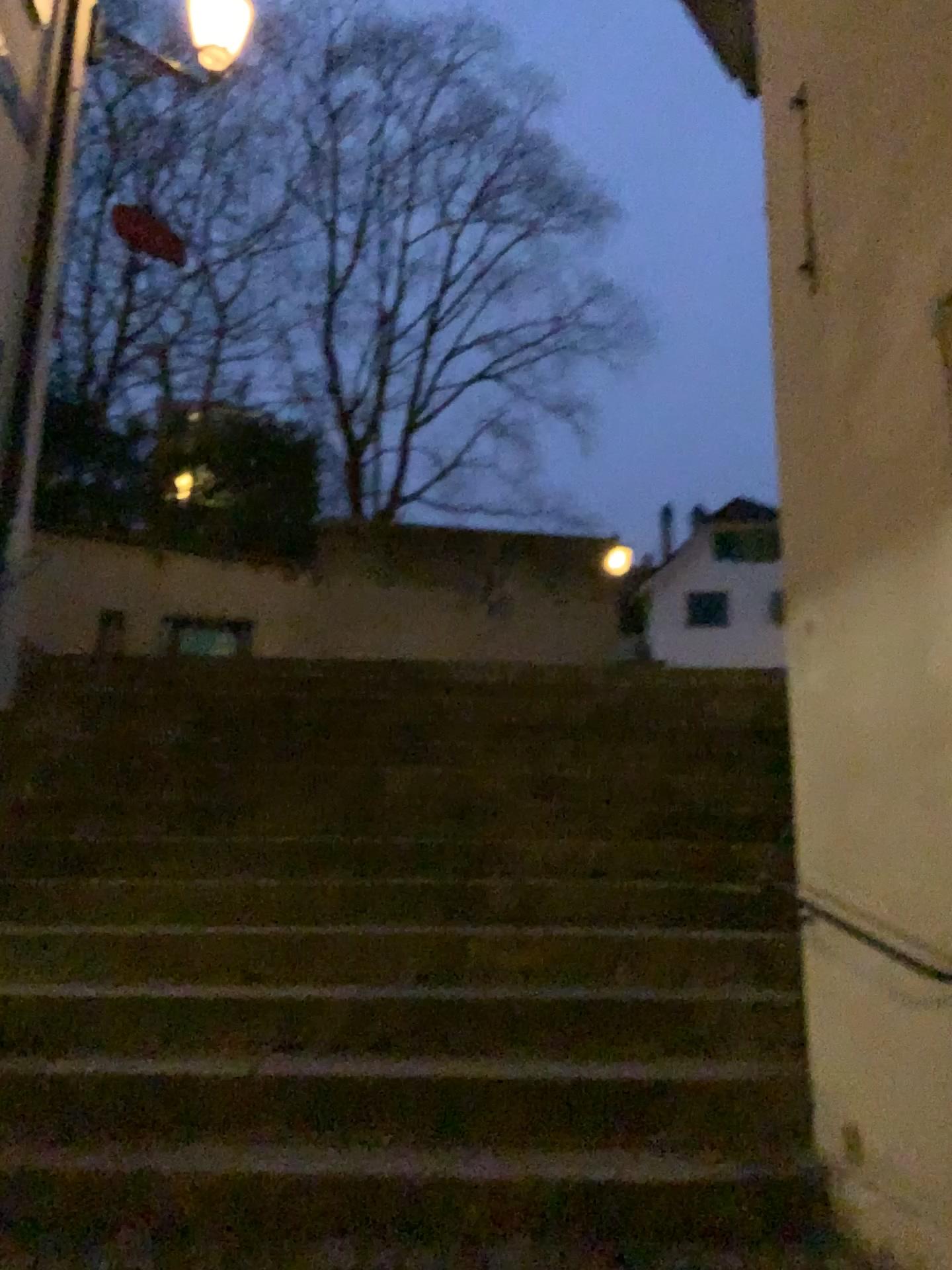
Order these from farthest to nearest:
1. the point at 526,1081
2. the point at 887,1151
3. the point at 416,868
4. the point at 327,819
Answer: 1. the point at 327,819
2. the point at 416,868
3. the point at 526,1081
4. the point at 887,1151
